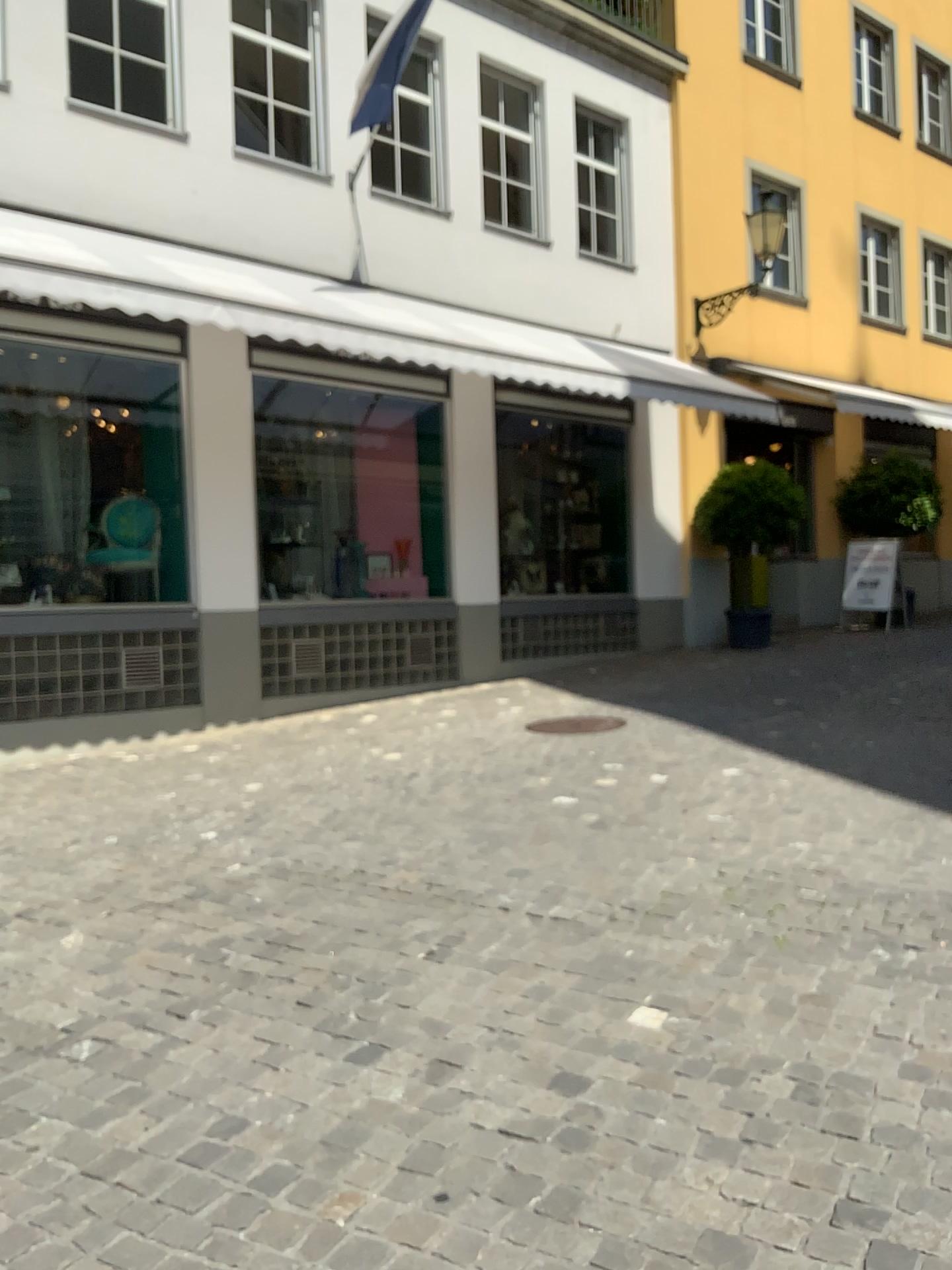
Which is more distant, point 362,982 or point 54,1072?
point 362,982
